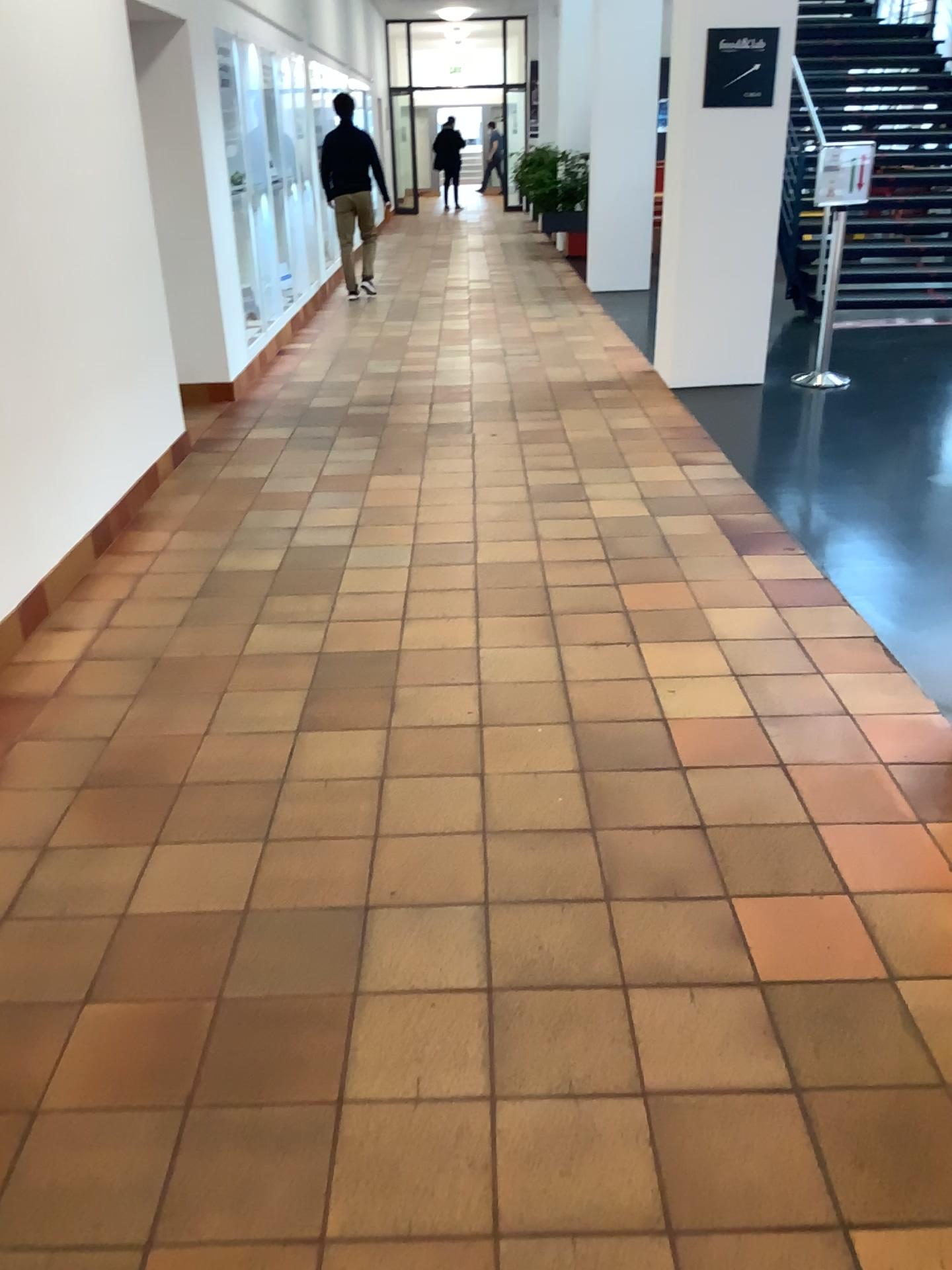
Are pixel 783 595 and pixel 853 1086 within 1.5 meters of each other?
no
